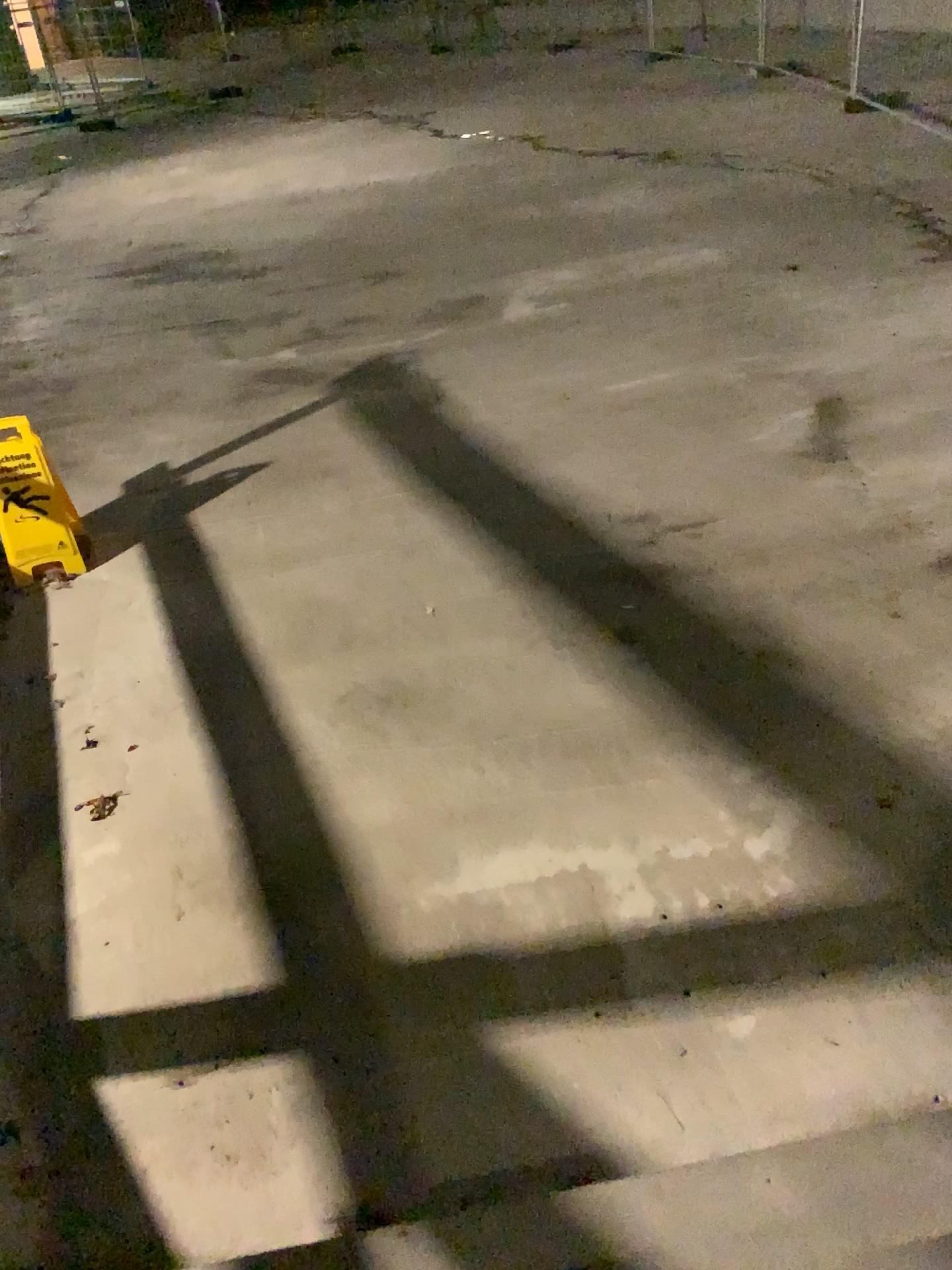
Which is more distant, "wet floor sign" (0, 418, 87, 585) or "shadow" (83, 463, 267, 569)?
"shadow" (83, 463, 267, 569)

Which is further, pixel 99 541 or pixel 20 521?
pixel 99 541

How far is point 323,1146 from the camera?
2.2m

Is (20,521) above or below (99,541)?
above
